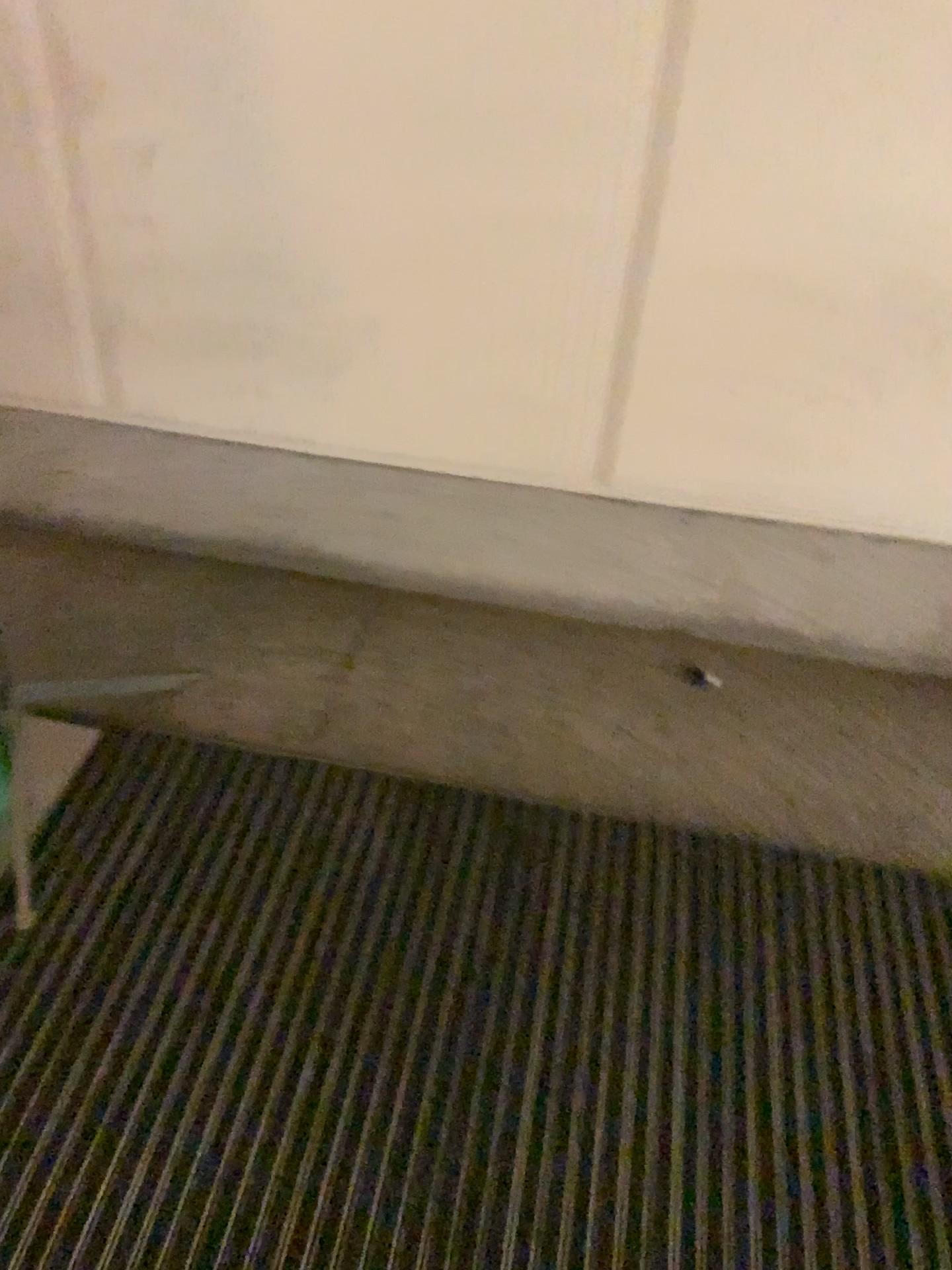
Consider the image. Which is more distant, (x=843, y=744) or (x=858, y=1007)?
(x=843, y=744)
